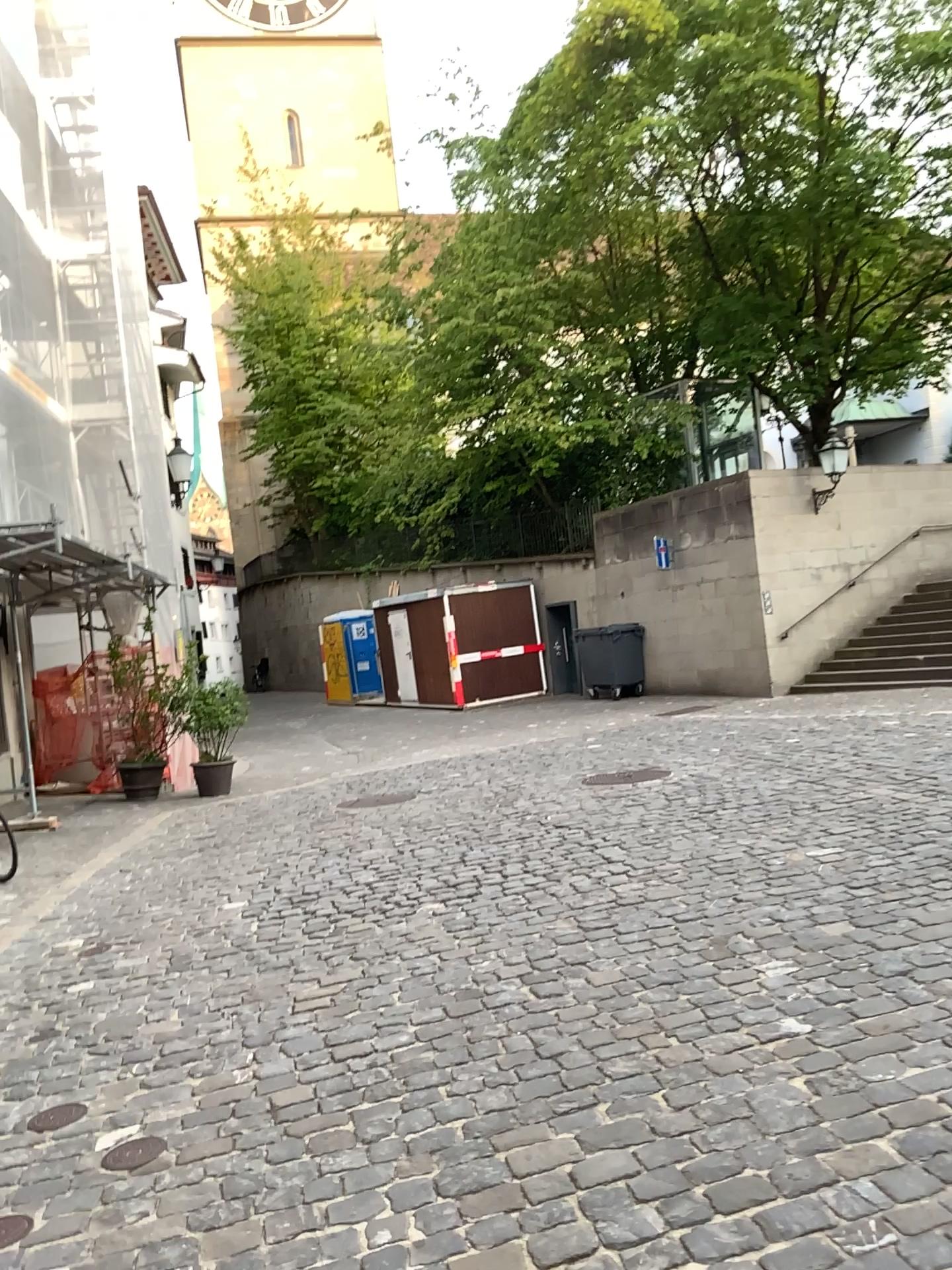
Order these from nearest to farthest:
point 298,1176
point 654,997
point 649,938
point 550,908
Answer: point 298,1176 → point 654,997 → point 649,938 → point 550,908
